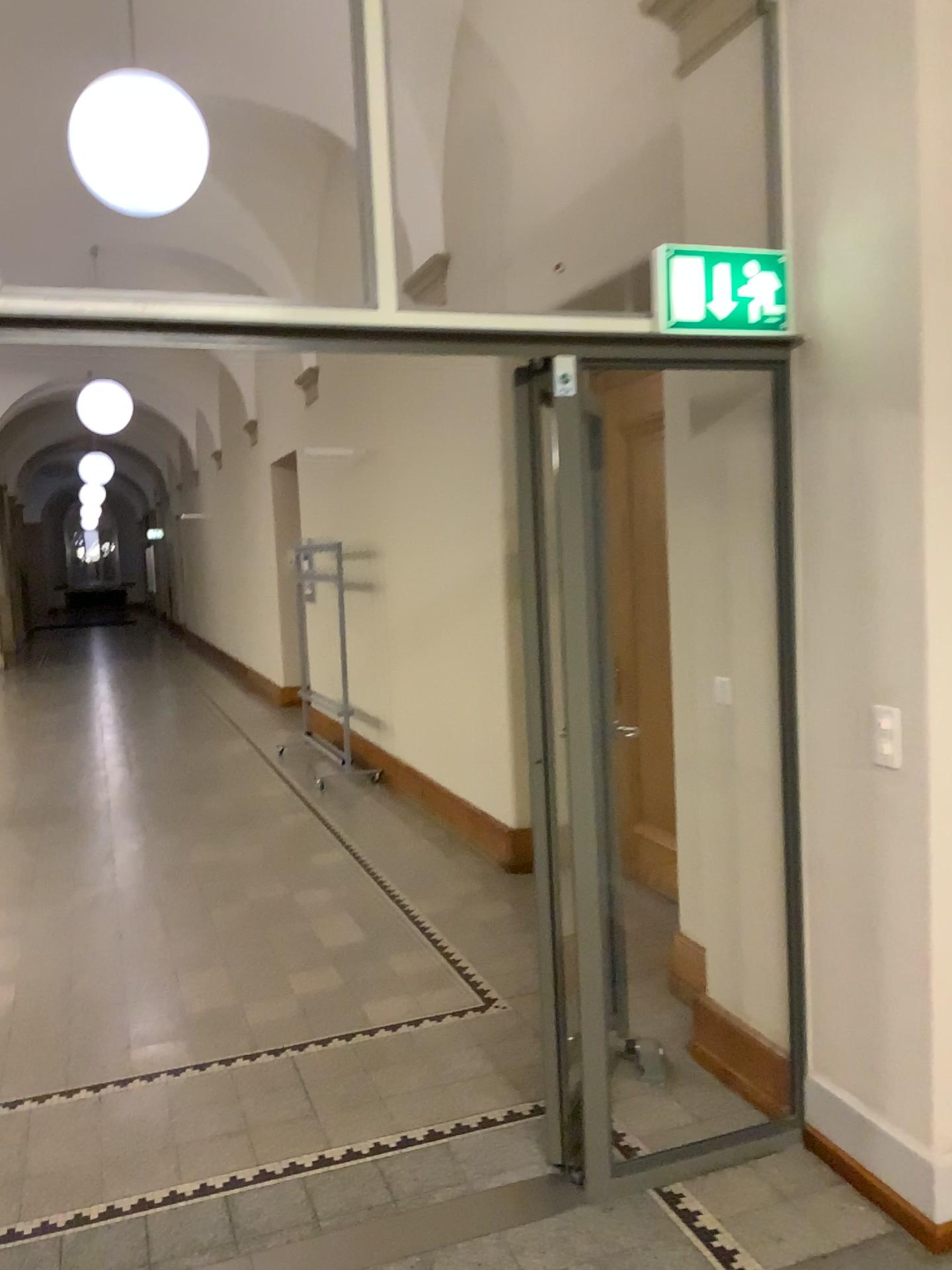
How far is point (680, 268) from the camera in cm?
260

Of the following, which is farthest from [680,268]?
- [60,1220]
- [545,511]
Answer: [60,1220]

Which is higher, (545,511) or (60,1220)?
(545,511)

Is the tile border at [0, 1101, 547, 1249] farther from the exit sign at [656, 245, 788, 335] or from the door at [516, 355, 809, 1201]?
the exit sign at [656, 245, 788, 335]

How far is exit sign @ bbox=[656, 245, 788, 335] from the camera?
2.60m

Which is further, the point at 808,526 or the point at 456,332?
the point at 808,526

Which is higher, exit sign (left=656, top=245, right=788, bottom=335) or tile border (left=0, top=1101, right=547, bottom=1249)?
exit sign (left=656, top=245, right=788, bottom=335)

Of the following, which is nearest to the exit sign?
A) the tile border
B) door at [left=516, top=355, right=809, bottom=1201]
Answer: door at [left=516, top=355, right=809, bottom=1201]
